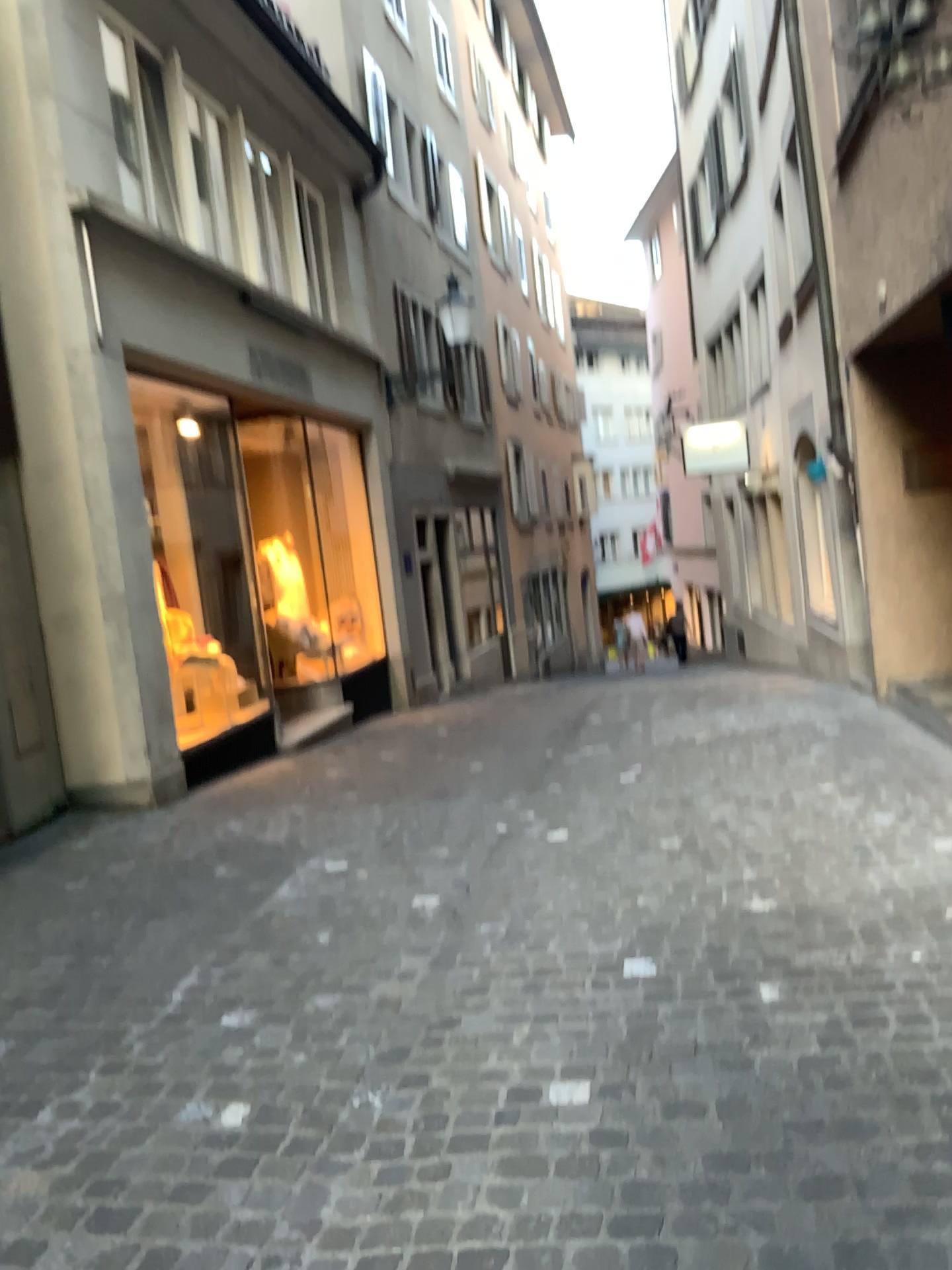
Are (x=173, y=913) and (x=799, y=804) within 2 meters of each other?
no
